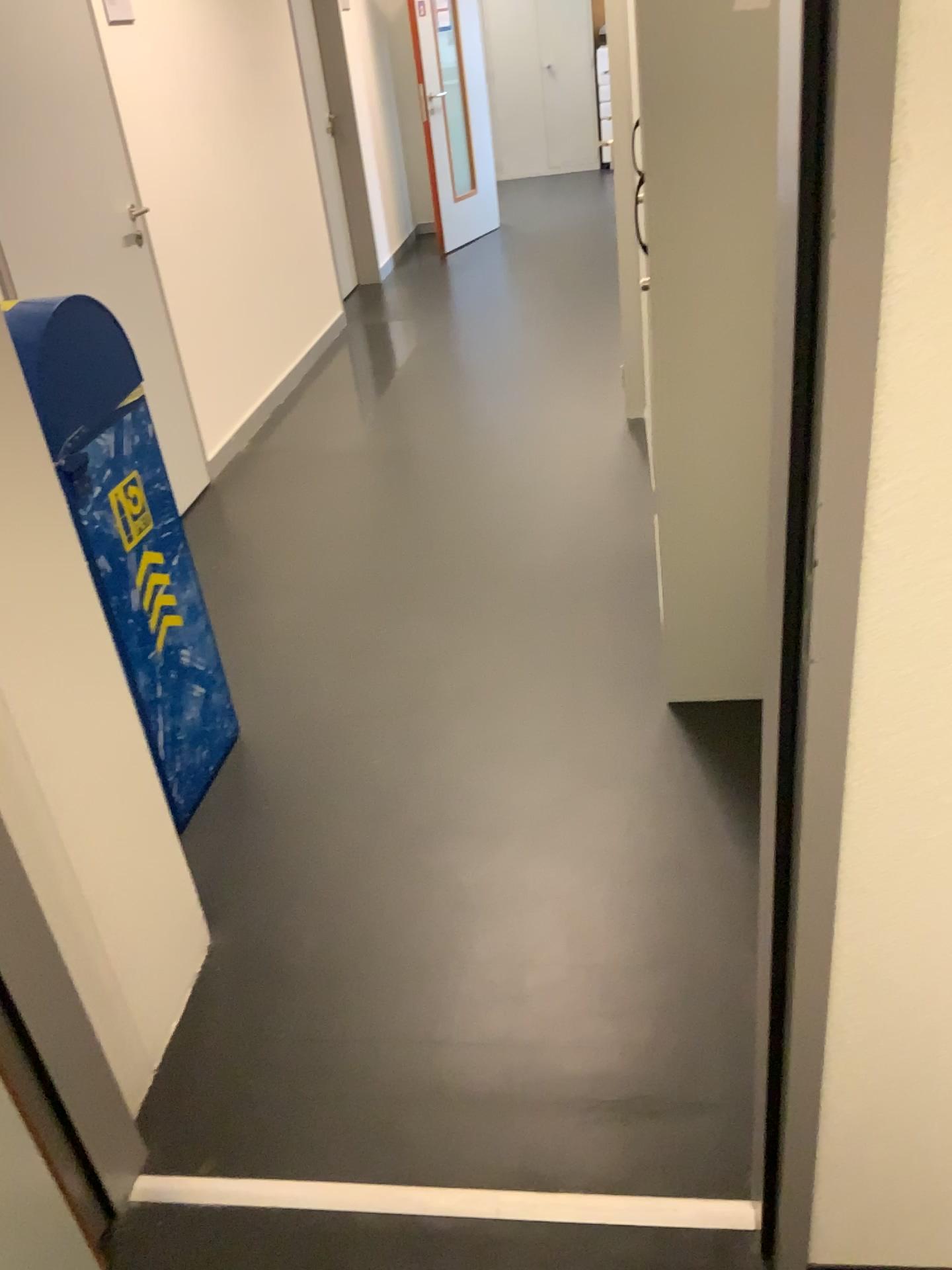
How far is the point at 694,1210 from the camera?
1.4 meters

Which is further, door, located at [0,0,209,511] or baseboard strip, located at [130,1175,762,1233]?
door, located at [0,0,209,511]

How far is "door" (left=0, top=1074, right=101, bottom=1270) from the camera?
1.3 meters

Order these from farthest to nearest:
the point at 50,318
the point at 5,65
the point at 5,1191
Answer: the point at 5,65 < the point at 50,318 < the point at 5,1191

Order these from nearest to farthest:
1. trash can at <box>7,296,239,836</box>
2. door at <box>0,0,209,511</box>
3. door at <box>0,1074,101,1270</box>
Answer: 1. door at <box>0,1074,101,1270</box>
2. trash can at <box>7,296,239,836</box>
3. door at <box>0,0,209,511</box>

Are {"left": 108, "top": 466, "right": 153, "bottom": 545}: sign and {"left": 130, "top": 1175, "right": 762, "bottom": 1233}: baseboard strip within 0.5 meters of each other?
no

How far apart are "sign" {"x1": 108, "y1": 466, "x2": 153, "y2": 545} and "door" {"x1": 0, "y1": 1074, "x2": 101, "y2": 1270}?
1.1 meters

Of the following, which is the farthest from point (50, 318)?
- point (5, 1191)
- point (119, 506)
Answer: point (5, 1191)

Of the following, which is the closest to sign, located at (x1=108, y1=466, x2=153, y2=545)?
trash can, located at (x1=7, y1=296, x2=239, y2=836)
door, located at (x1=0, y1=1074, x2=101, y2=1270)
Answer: trash can, located at (x1=7, y1=296, x2=239, y2=836)

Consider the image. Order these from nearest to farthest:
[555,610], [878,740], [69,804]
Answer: [878,740] → [69,804] → [555,610]
